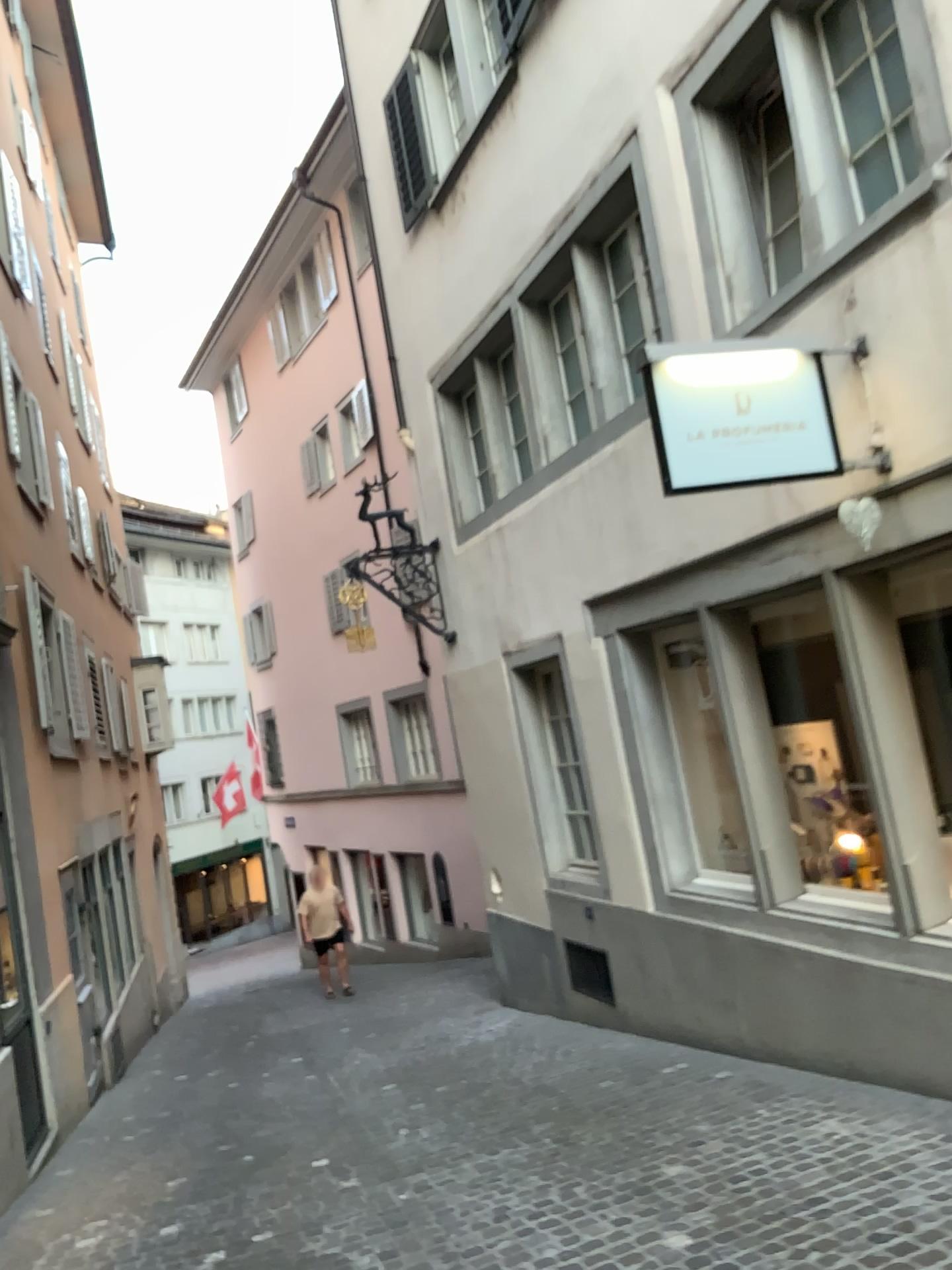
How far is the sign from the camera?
4.3 meters

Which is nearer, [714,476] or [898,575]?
[714,476]

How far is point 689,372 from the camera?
4.3m

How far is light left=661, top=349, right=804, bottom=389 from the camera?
4.3m

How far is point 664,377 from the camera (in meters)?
4.25
